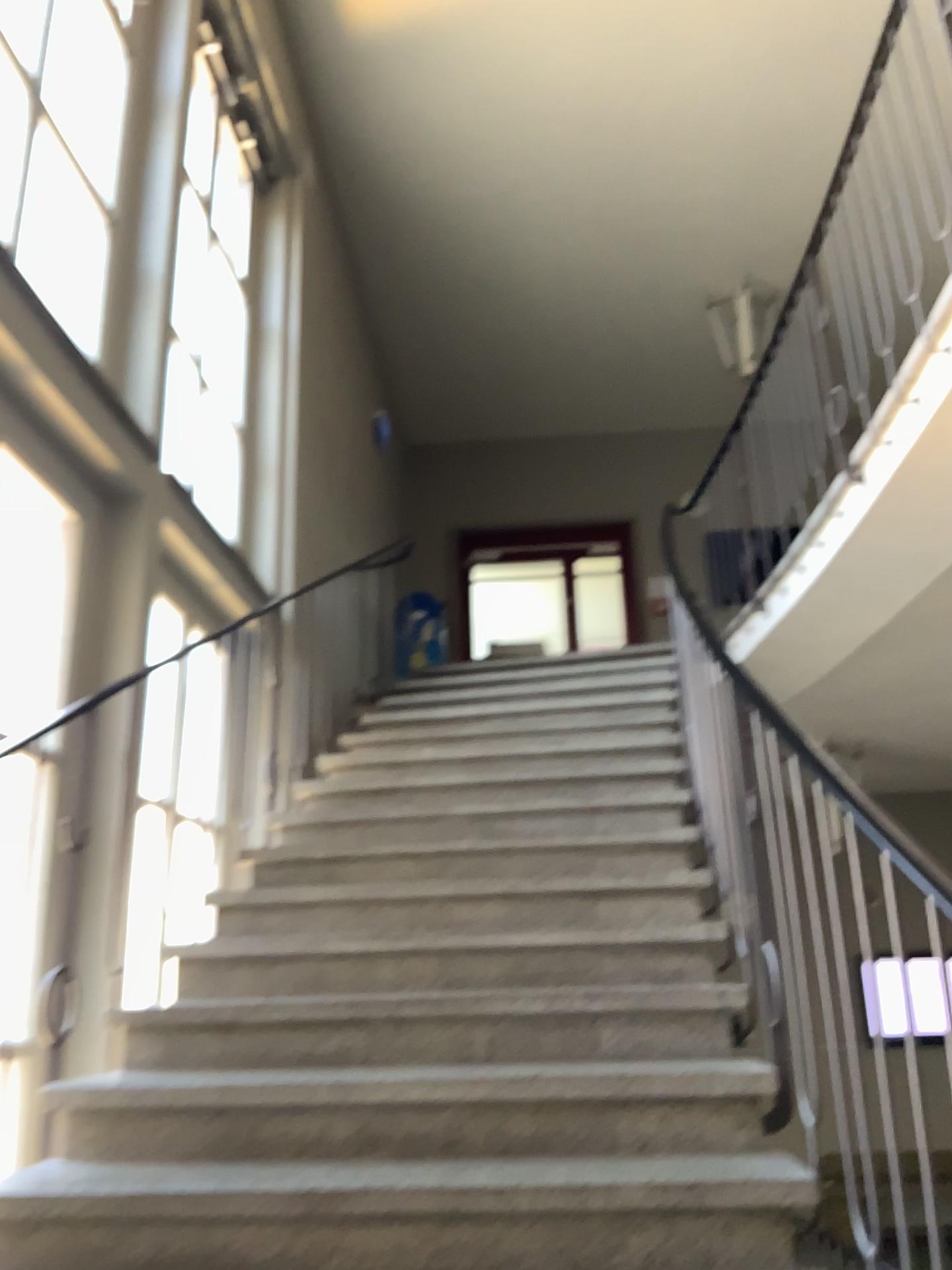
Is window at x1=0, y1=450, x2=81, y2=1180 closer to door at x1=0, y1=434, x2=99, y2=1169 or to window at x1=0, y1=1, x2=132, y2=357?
door at x1=0, y1=434, x2=99, y2=1169

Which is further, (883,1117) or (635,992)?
(635,992)

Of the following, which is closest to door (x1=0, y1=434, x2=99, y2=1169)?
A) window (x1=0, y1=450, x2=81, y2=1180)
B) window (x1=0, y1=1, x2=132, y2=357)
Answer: window (x1=0, y1=450, x2=81, y2=1180)

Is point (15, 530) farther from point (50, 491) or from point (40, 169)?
point (40, 169)

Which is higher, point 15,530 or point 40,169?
point 40,169

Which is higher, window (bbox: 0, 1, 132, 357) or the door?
window (bbox: 0, 1, 132, 357)

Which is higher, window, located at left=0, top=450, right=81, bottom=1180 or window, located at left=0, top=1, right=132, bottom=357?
window, located at left=0, top=1, right=132, bottom=357

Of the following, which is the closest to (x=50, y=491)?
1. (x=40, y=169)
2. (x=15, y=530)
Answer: (x=15, y=530)
